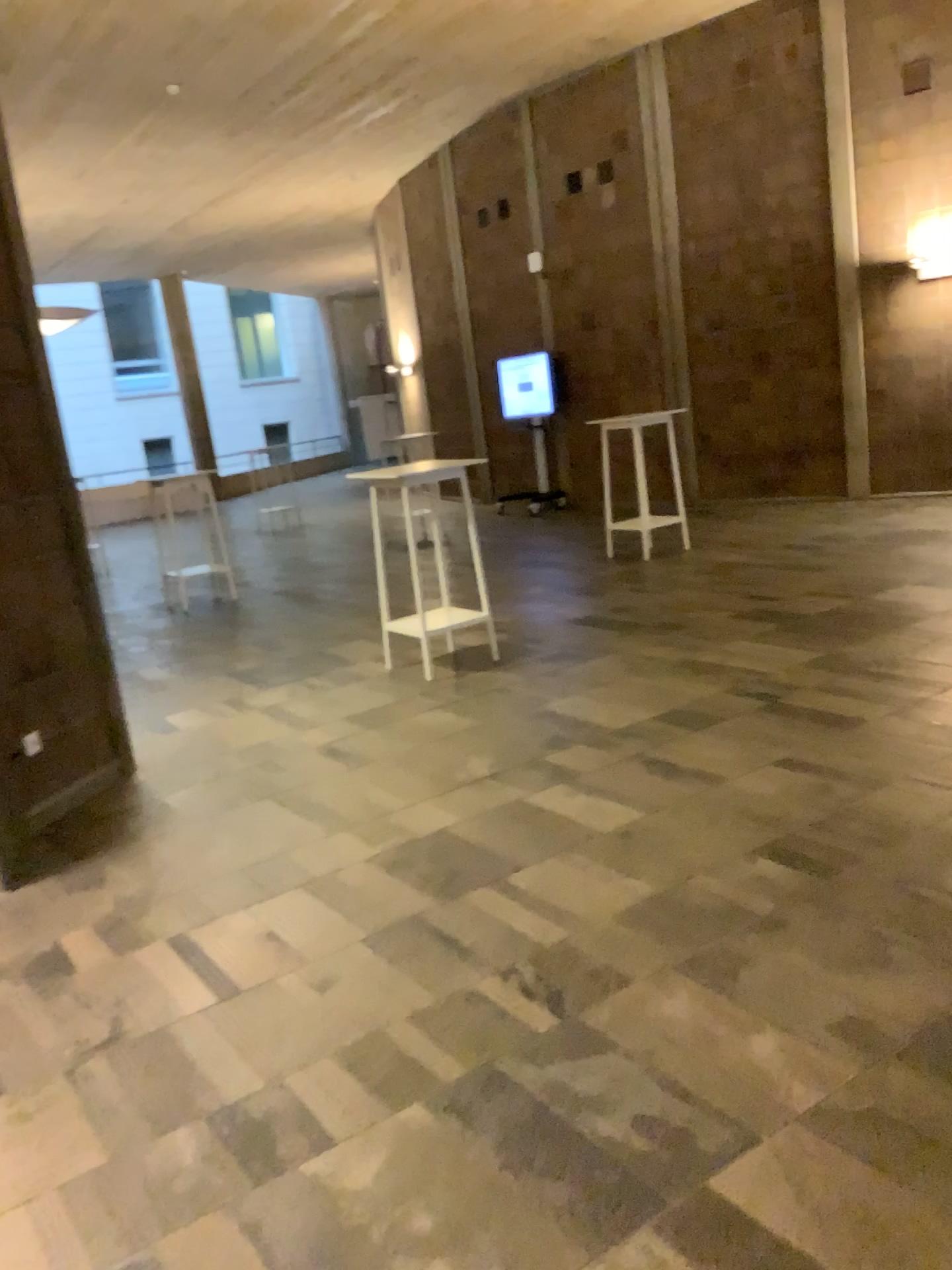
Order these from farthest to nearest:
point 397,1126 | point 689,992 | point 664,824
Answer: point 664,824 < point 689,992 < point 397,1126
